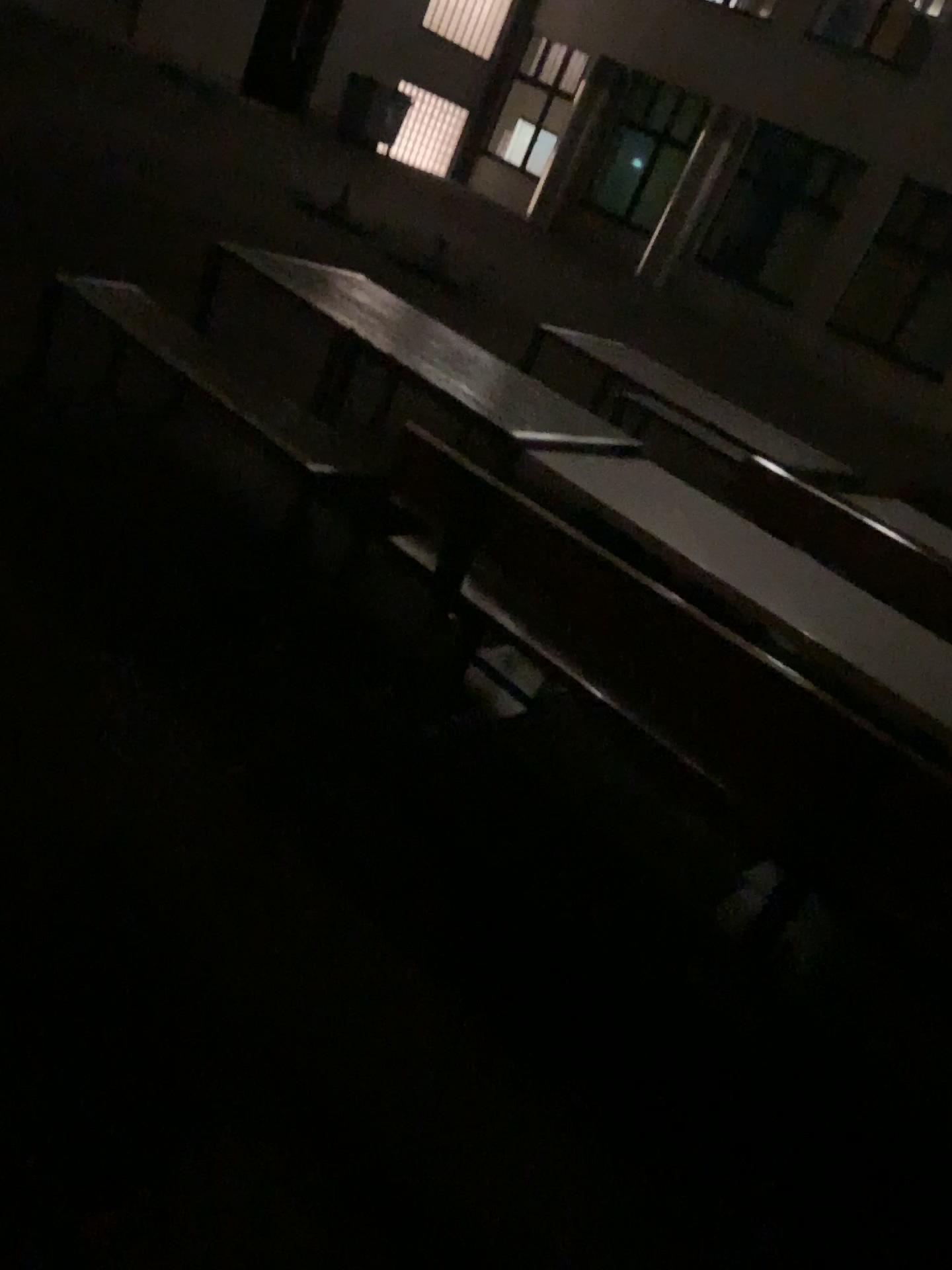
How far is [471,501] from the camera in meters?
2.9 m
